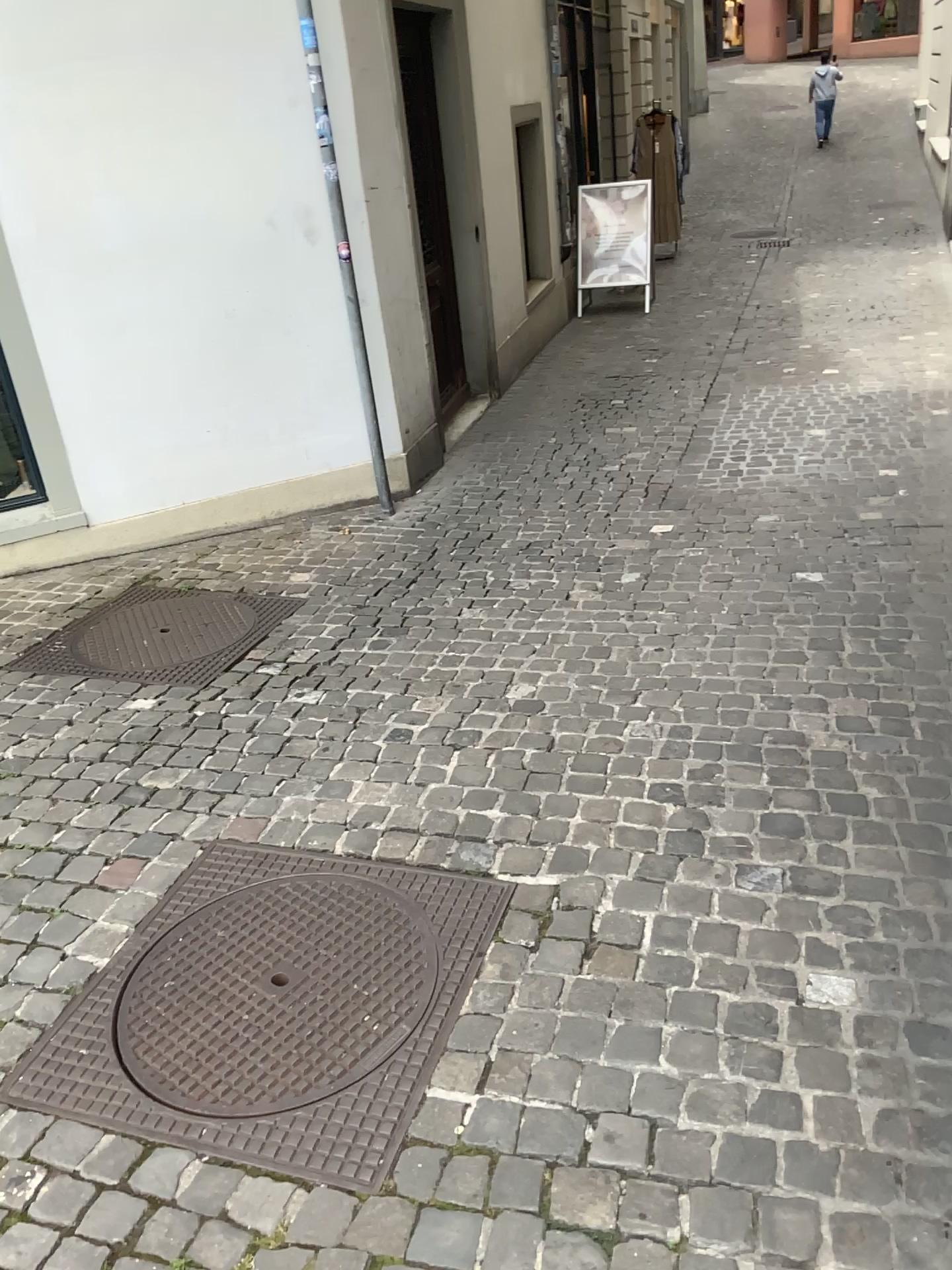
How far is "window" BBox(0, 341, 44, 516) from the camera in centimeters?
440cm

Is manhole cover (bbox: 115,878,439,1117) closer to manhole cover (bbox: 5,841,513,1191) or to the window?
manhole cover (bbox: 5,841,513,1191)

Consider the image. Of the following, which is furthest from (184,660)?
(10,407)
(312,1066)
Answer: (312,1066)

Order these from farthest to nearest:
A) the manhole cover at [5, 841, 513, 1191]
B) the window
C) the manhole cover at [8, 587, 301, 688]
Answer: the window
the manhole cover at [8, 587, 301, 688]
the manhole cover at [5, 841, 513, 1191]

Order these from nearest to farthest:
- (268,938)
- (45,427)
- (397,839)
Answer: (268,938), (397,839), (45,427)

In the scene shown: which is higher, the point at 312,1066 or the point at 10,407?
the point at 10,407

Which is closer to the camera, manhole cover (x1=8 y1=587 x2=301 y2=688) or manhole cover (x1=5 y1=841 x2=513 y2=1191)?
manhole cover (x1=5 y1=841 x2=513 y2=1191)

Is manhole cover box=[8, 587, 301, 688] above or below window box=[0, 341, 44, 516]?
below

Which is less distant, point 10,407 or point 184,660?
point 184,660

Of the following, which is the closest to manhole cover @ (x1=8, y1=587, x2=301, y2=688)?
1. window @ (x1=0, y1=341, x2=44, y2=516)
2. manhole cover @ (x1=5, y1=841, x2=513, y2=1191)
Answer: window @ (x1=0, y1=341, x2=44, y2=516)
